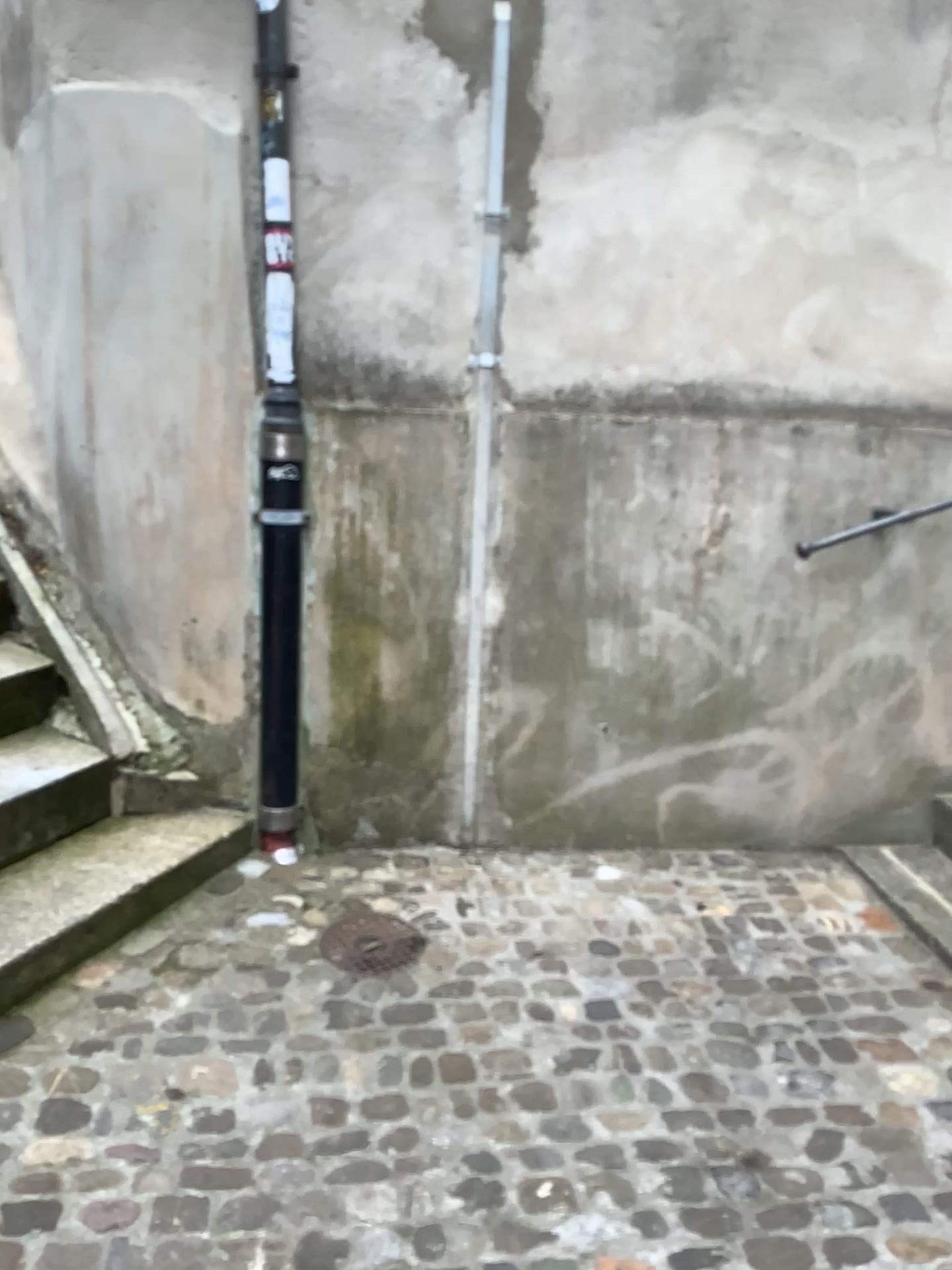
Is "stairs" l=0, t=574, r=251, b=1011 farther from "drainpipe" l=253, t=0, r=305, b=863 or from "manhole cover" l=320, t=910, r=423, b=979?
"manhole cover" l=320, t=910, r=423, b=979

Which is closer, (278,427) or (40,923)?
(40,923)

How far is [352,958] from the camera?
2.5 meters

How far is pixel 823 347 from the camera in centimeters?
304cm

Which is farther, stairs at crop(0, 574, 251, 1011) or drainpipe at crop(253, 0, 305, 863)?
drainpipe at crop(253, 0, 305, 863)

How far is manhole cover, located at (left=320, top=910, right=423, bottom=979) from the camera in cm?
253

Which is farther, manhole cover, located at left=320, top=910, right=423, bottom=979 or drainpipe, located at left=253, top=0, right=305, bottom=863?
drainpipe, located at left=253, top=0, right=305, bottom=863

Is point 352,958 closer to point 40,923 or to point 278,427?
point 40,923

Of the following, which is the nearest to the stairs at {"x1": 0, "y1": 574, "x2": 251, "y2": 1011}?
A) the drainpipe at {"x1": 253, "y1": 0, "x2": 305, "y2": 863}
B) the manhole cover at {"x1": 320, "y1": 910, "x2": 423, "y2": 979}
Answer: the drainpipe at {"x1": 253, "y1": 0, "x2": 305, "y2": 863}
